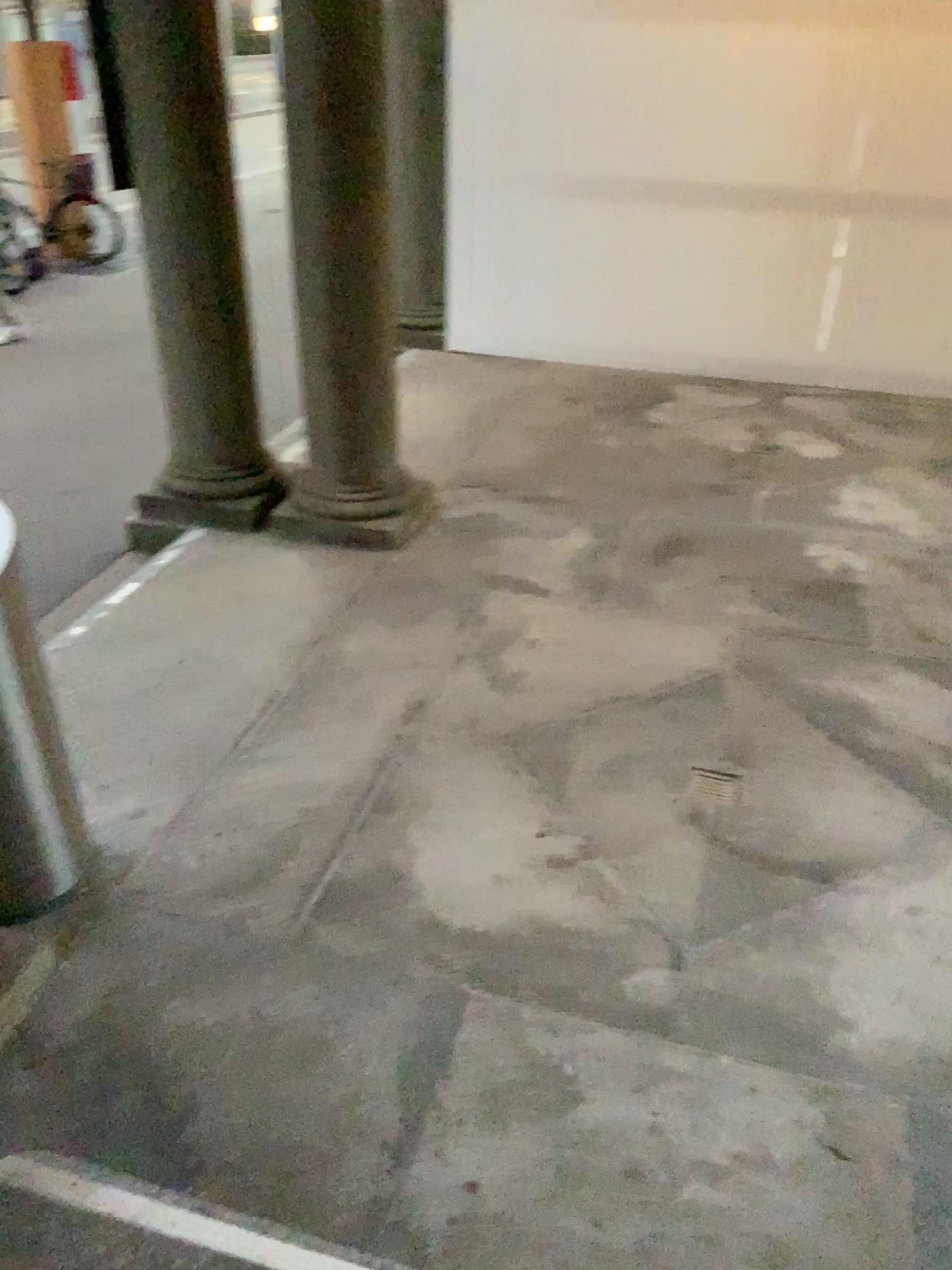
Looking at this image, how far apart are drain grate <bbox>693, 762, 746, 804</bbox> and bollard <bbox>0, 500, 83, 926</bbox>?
1.81m

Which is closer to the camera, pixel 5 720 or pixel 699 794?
pixel 5 720

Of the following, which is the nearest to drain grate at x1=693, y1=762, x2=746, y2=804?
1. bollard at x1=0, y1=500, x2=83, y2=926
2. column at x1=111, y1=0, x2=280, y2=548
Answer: bollard at x1=0, y1=500, x2=83, y2=926

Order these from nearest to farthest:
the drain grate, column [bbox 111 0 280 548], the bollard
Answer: the bollard < the drain grate < column [bbox 111 0 280 548]

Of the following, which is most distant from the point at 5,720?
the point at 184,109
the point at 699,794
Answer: the point at 184,109

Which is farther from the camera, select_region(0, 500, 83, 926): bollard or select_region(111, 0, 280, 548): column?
select_region(111, 0, 280, 548): column

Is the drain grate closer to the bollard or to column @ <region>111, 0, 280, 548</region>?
the bollard

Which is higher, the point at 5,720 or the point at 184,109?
the point at 184,109

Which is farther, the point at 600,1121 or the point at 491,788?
the point at 491,788

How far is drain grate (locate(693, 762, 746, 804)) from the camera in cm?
322
